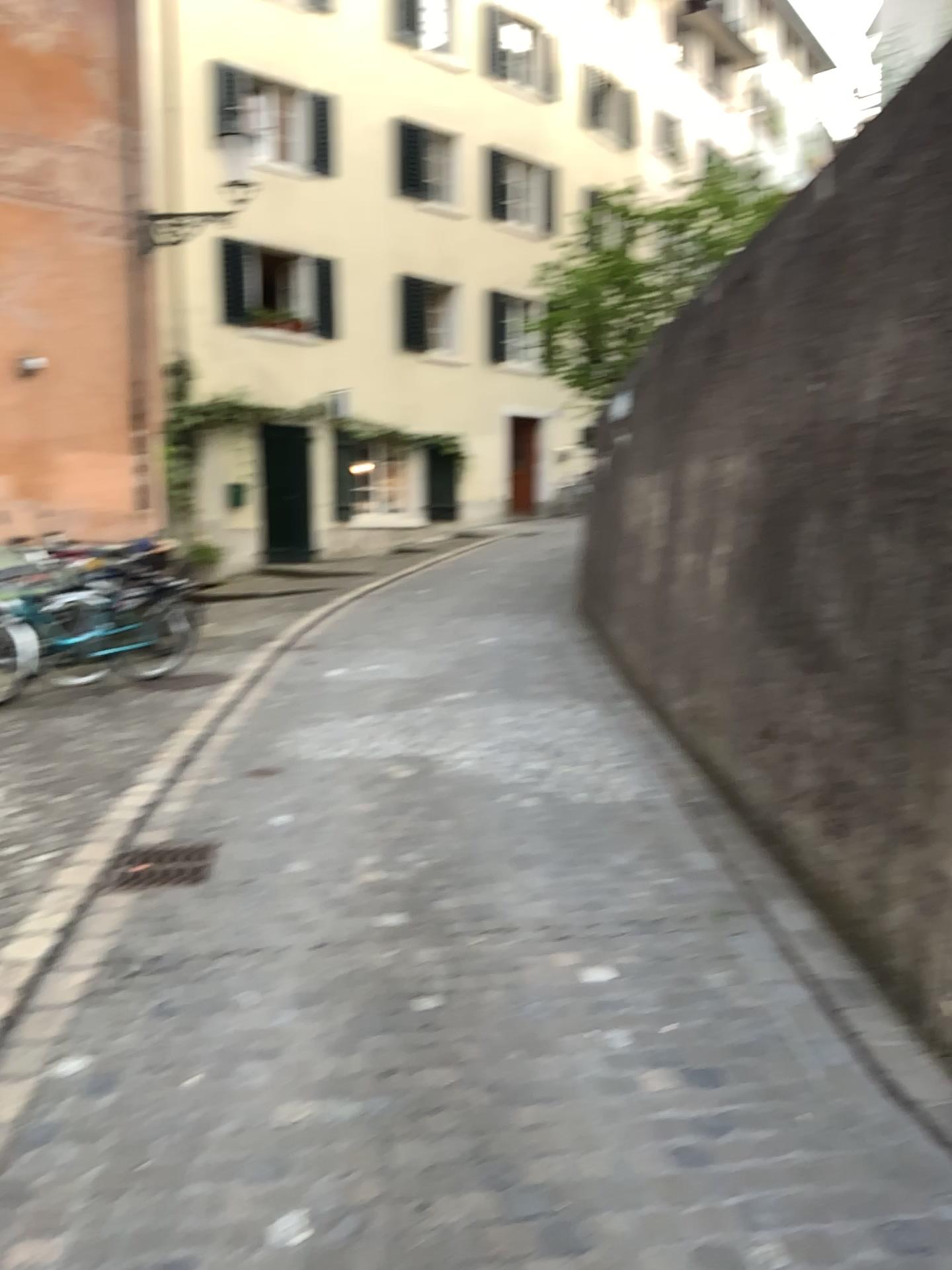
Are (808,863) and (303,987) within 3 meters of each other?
yes

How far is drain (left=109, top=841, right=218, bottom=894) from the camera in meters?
4.1 m

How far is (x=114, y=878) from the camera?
4.13m
